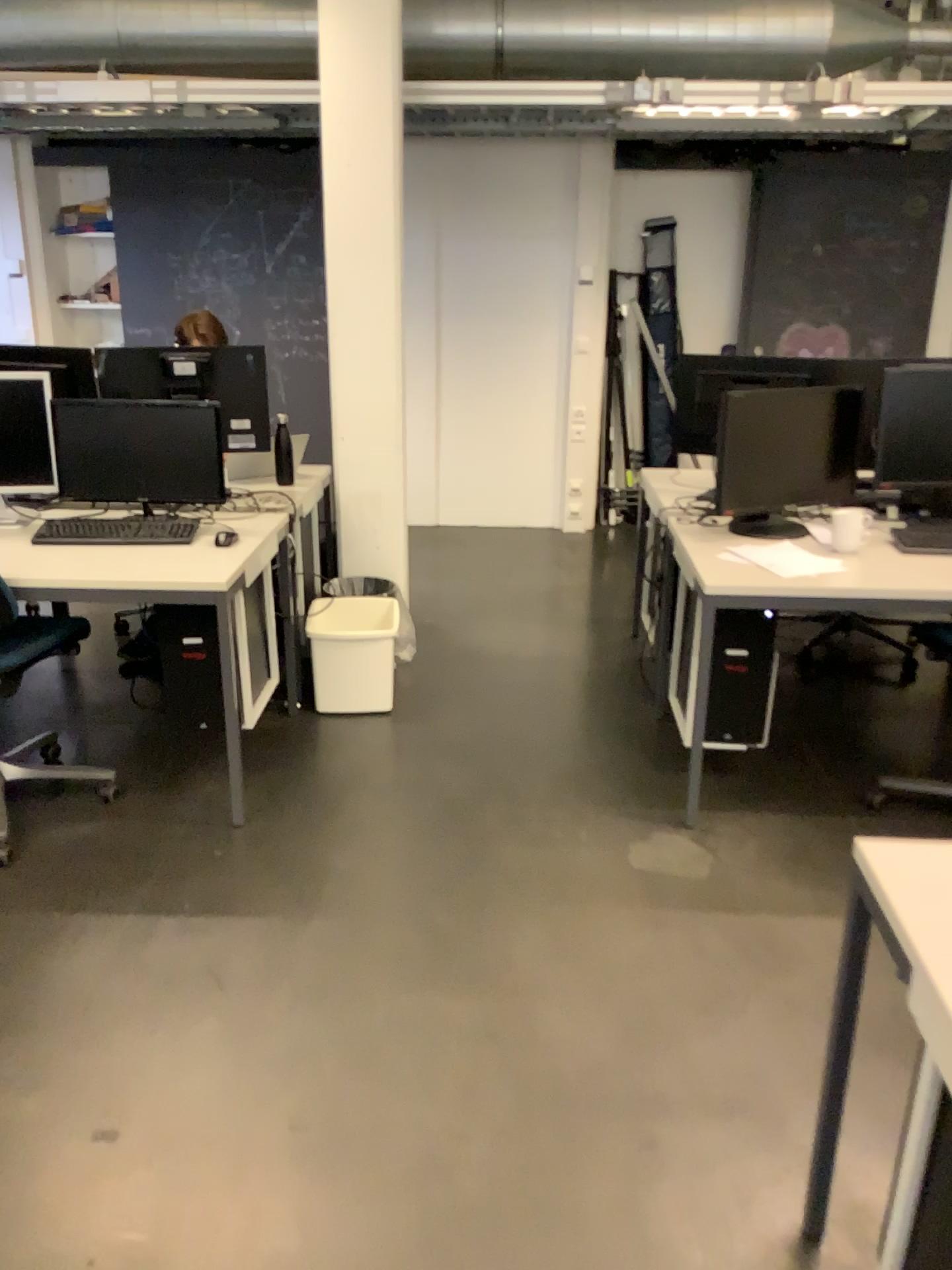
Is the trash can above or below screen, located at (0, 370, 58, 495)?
below

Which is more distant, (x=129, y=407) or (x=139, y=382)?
(x=139, y=382)

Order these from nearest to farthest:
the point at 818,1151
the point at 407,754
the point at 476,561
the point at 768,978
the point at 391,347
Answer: the point at 818,1151 → the point at 768,978 → the point at 407,754 → the point at 391,347 → the point at 476,561

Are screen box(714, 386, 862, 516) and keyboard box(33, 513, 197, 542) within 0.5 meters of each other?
no

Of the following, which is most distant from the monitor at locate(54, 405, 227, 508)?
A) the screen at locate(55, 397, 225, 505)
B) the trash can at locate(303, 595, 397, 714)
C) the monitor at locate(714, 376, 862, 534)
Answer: the monitor at locate(714, 376, 862, 534)

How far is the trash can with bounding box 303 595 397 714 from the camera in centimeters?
360cm

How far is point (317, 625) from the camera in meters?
3.6

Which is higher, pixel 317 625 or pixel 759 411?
pixel 759 411

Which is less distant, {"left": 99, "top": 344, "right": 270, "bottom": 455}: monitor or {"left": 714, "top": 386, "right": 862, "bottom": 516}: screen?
{"left": 714, "top": 386, "right": 862, "bottom": 516}: screen

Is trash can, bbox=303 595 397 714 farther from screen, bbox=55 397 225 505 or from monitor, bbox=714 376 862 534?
monitor, bbox=714 376 862 534
